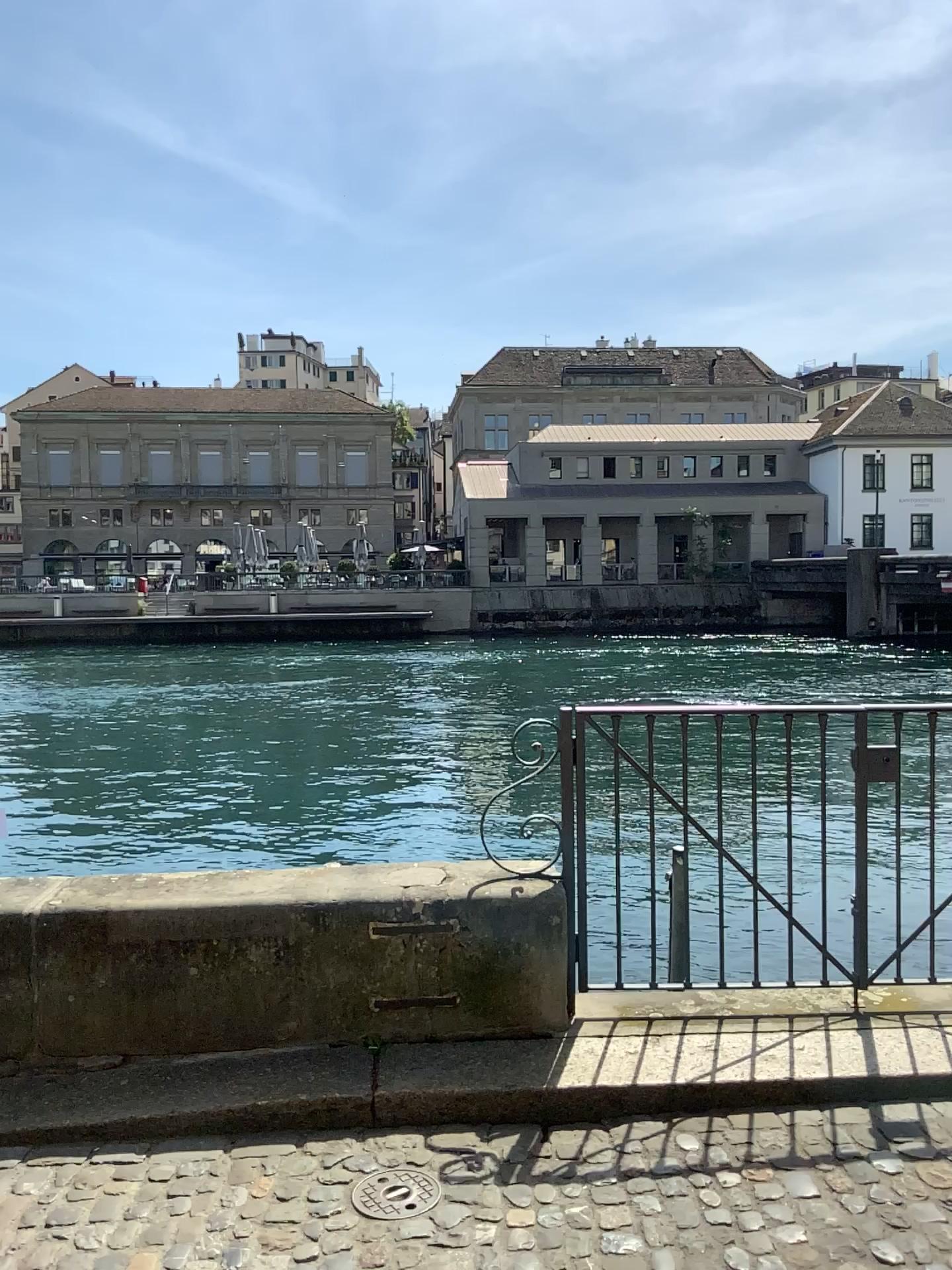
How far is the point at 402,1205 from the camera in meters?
2.6

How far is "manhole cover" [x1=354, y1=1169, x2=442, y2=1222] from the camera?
2.6m

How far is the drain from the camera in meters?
→ 2.6

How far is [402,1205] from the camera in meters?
2.6 m

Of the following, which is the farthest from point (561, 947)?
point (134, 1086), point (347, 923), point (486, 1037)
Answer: point (134, 1086)
